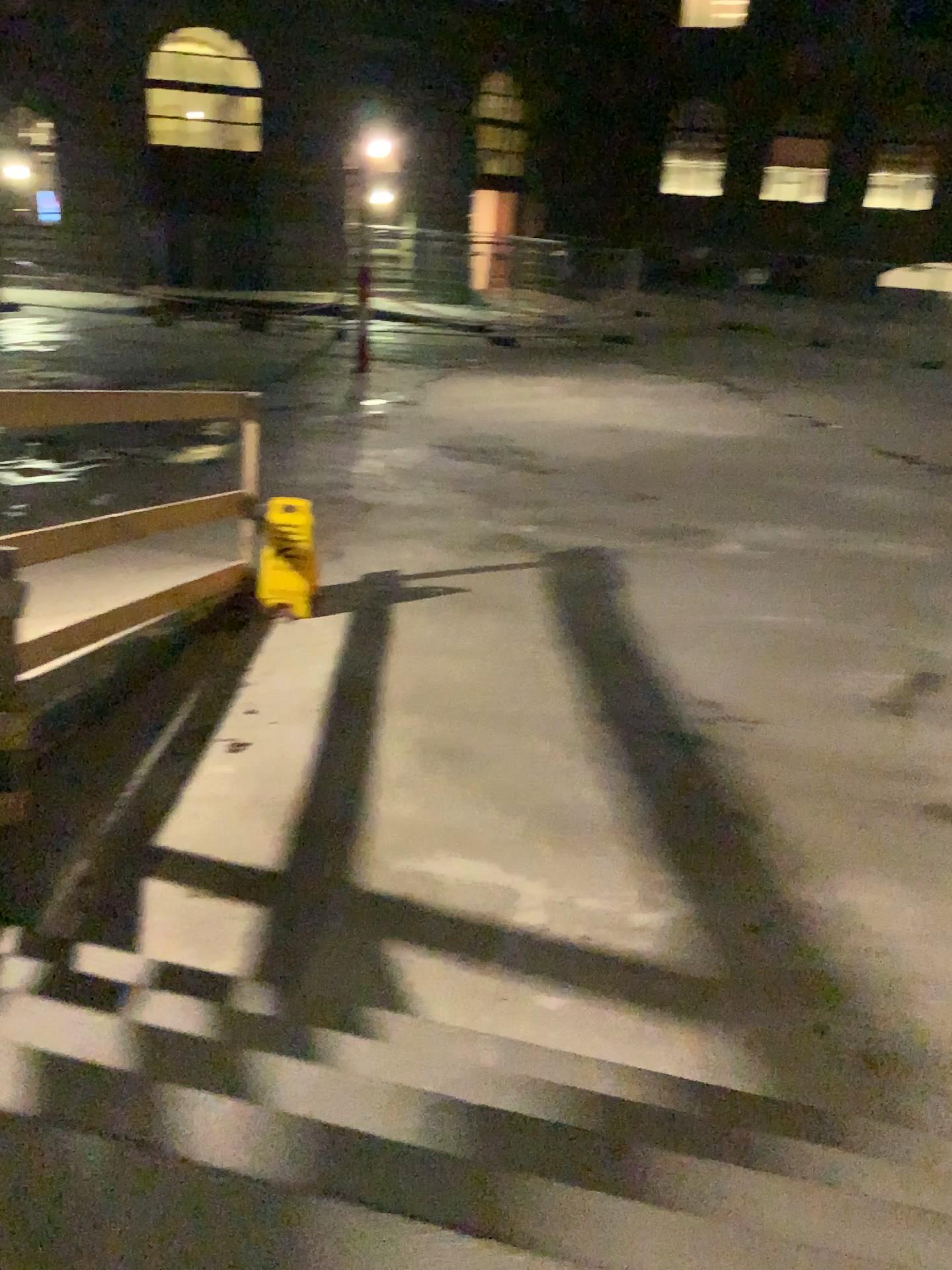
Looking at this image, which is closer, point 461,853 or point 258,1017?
point 258,1017
